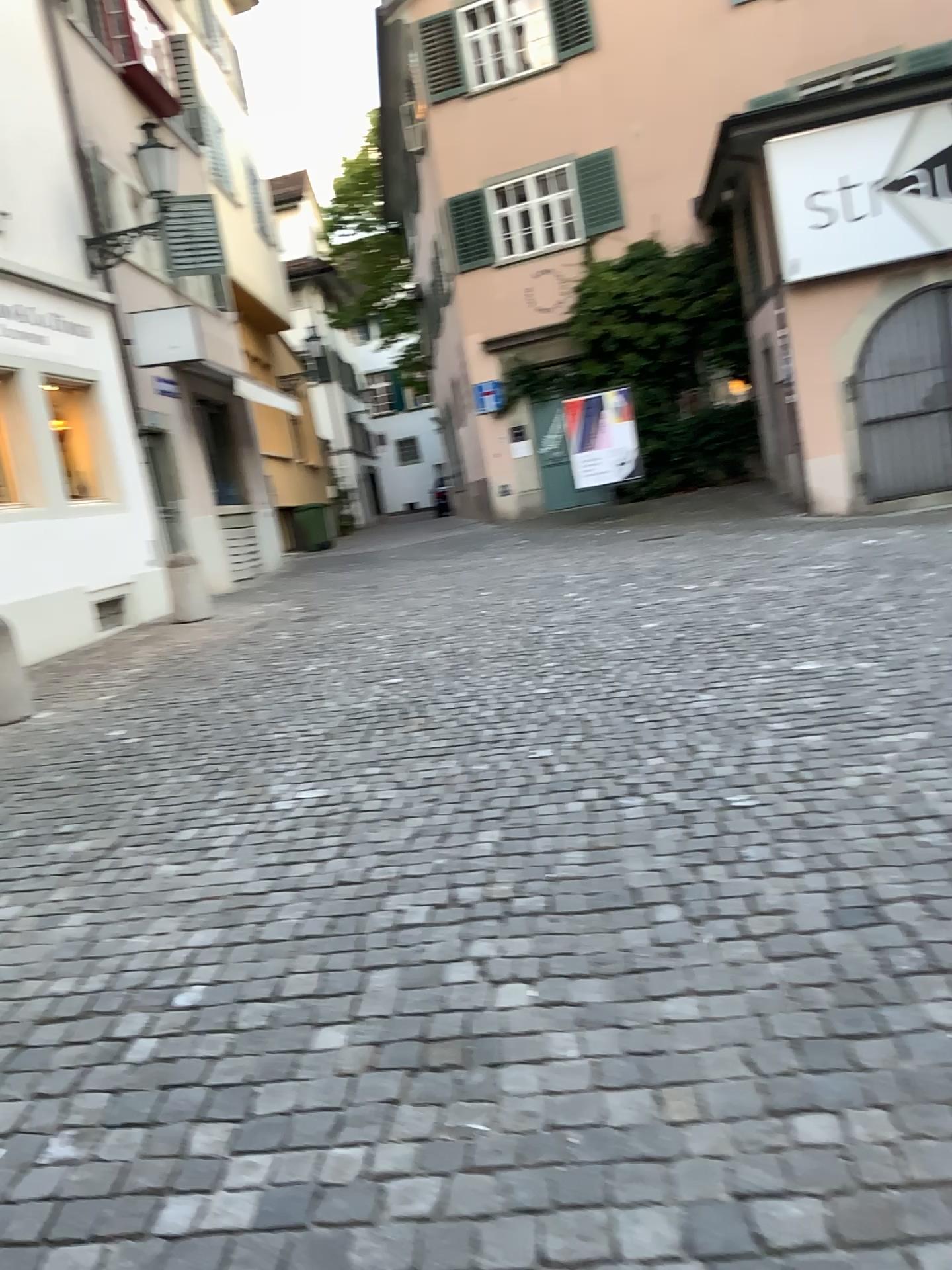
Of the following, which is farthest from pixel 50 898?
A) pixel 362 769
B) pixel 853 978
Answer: pixel 853 978
